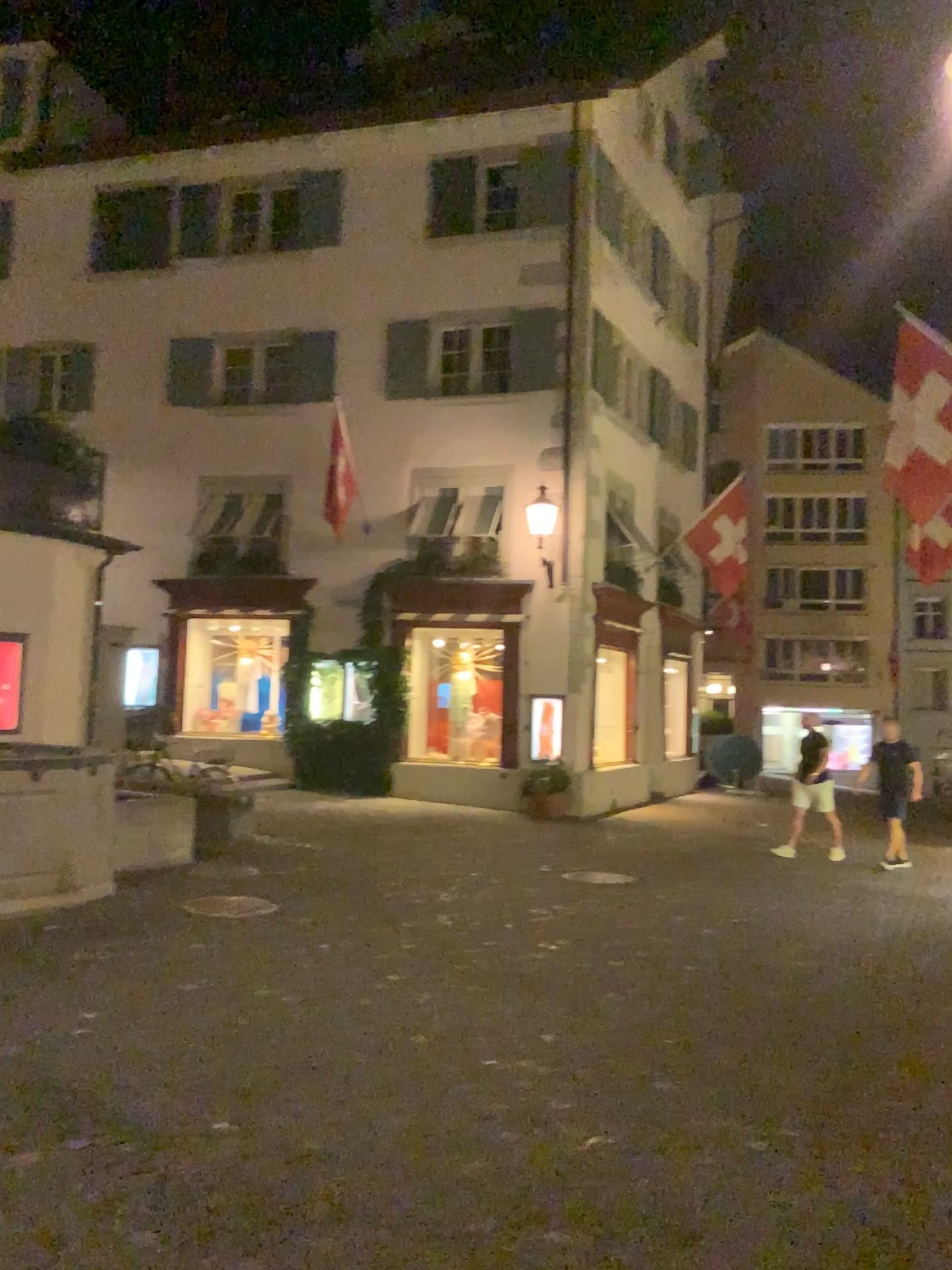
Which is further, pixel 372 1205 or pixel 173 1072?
pixel 173 1072
